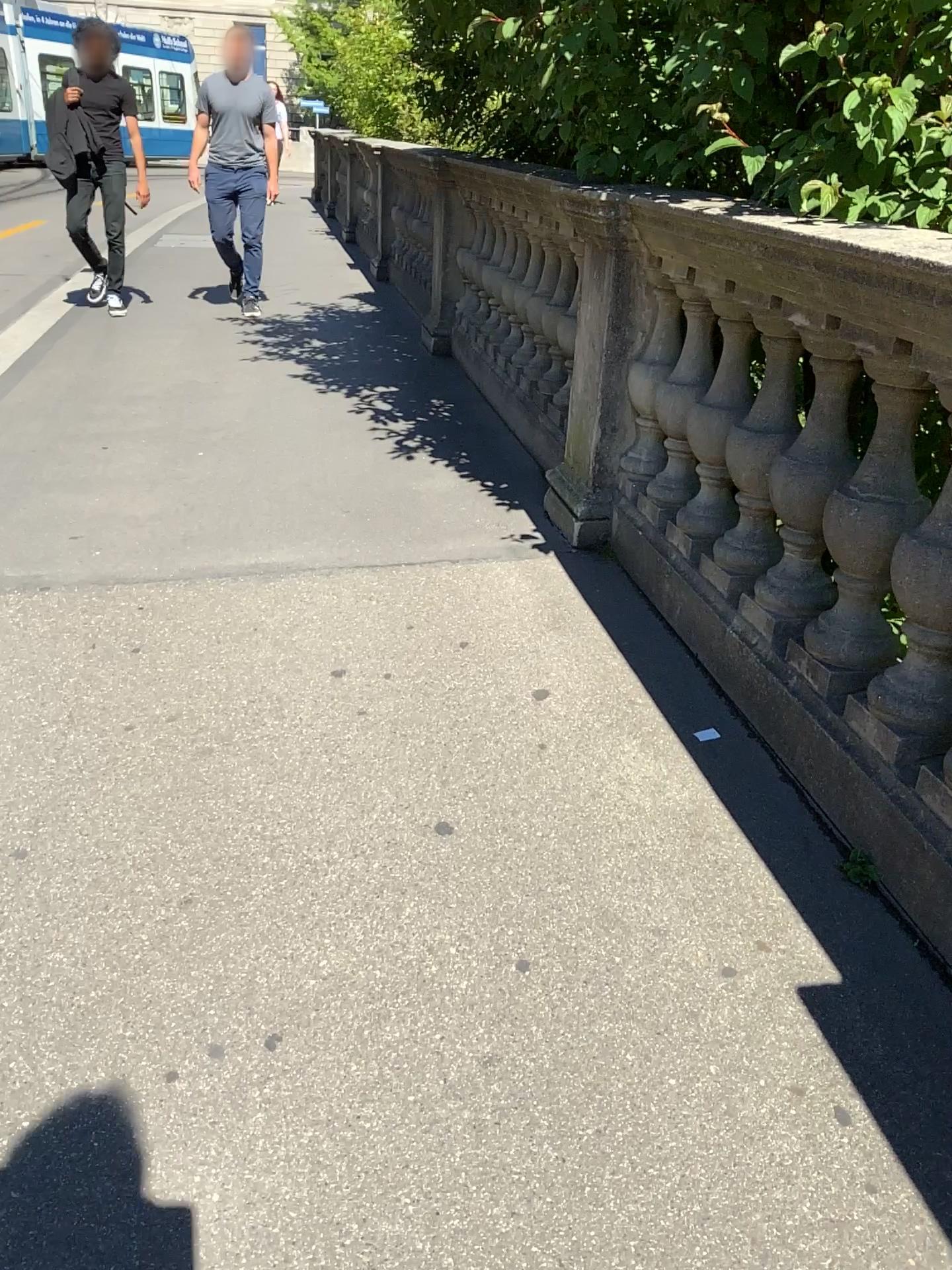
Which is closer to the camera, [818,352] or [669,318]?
[818,352]

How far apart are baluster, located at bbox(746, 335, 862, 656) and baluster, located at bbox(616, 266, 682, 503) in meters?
0.8

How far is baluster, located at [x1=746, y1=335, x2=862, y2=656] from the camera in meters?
2.2 m

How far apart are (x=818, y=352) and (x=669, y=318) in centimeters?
96cm

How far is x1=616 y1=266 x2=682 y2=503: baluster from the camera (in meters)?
3.08

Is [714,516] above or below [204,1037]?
above

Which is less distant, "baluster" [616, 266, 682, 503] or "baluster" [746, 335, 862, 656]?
"baluster" [746, 335, 862, 656]

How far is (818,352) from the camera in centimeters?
219cm
